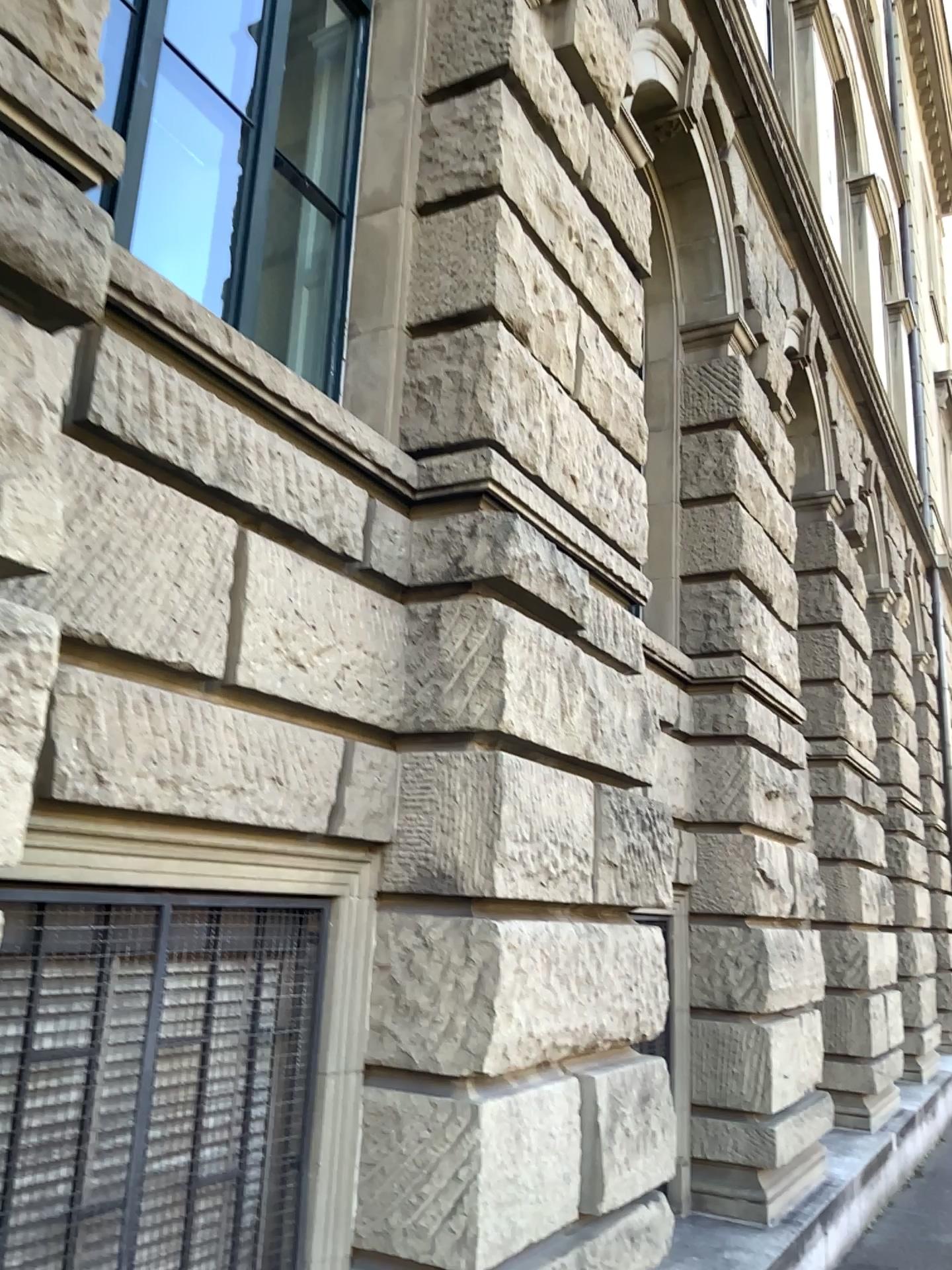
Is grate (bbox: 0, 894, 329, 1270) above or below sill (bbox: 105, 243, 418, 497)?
below

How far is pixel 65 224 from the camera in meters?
2.0

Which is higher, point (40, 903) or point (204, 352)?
point (204, 352)
